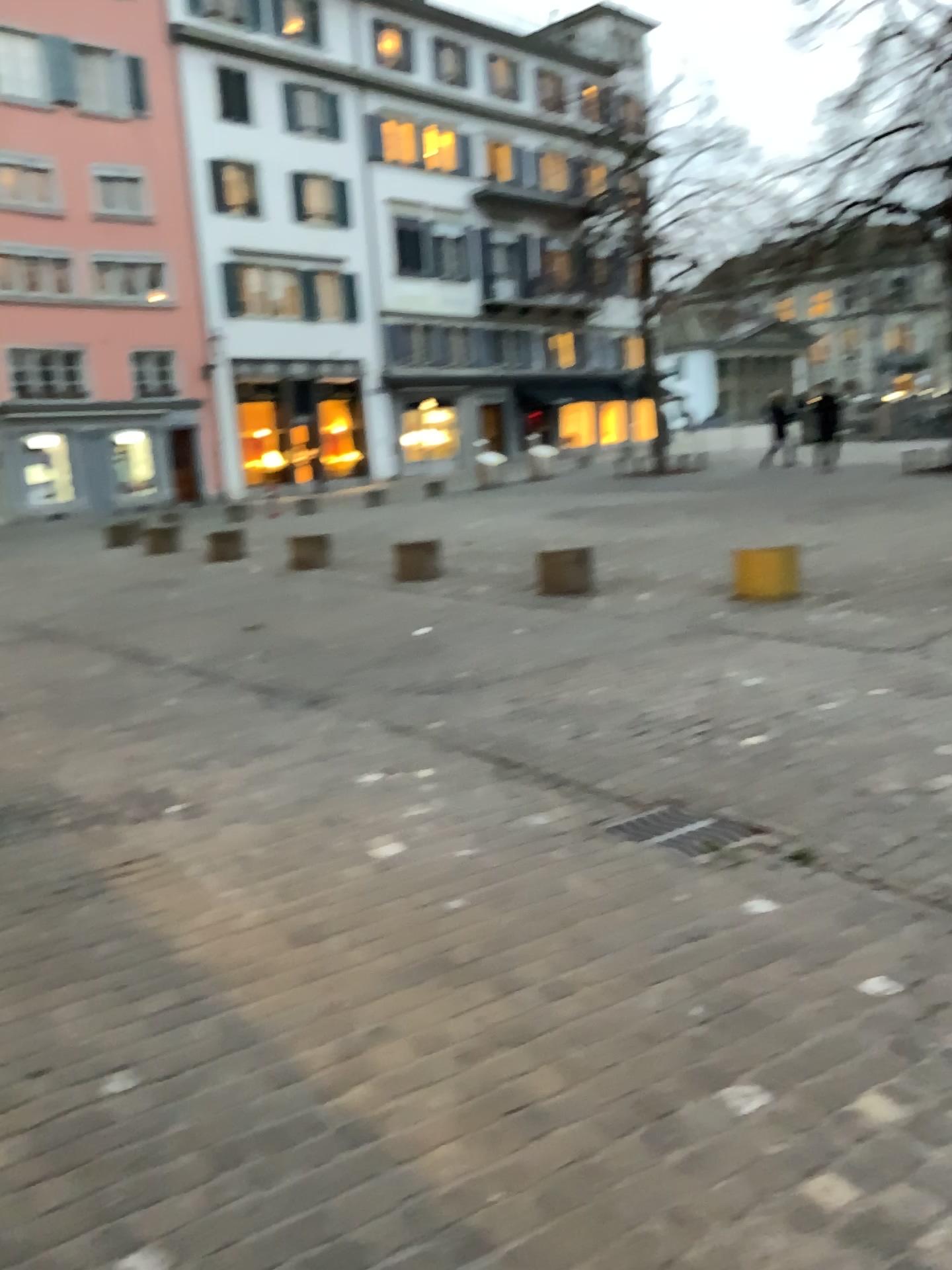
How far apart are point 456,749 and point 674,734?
1.1m

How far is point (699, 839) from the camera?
3.79m

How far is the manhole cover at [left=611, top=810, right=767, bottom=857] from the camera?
3.8 meters
